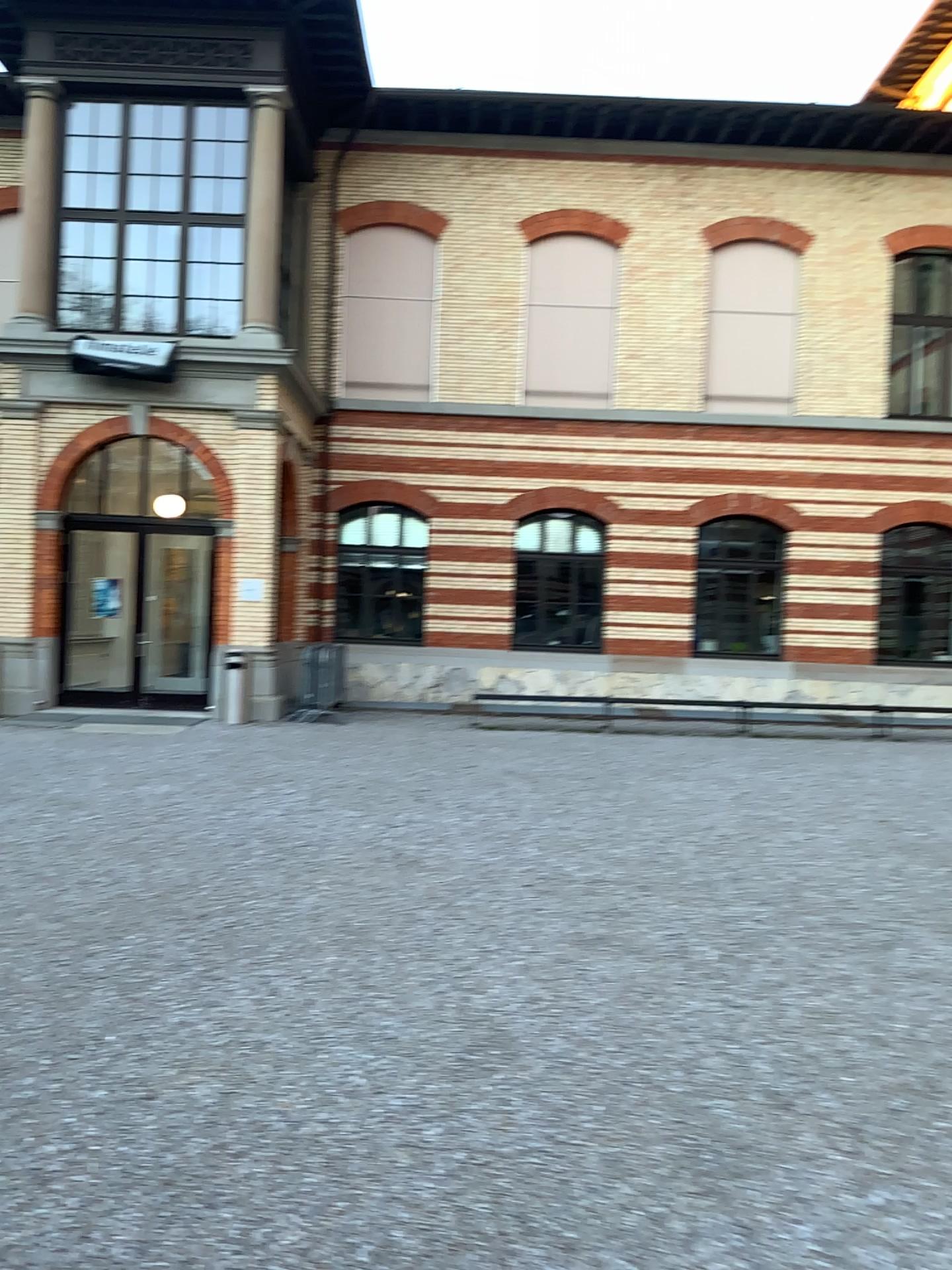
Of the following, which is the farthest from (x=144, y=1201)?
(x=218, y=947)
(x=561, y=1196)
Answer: (x=218, y=947)
